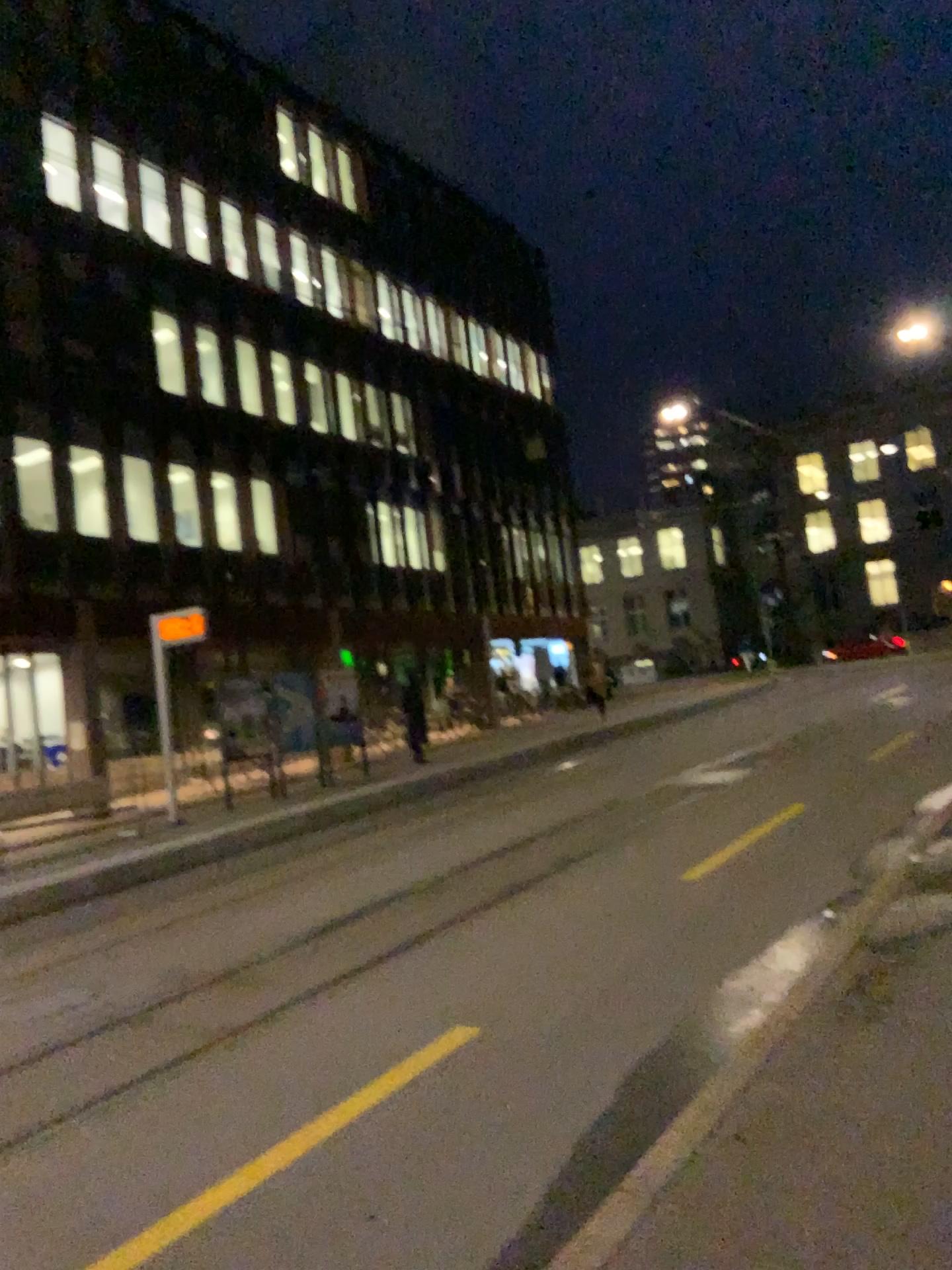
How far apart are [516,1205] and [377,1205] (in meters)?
0.47
